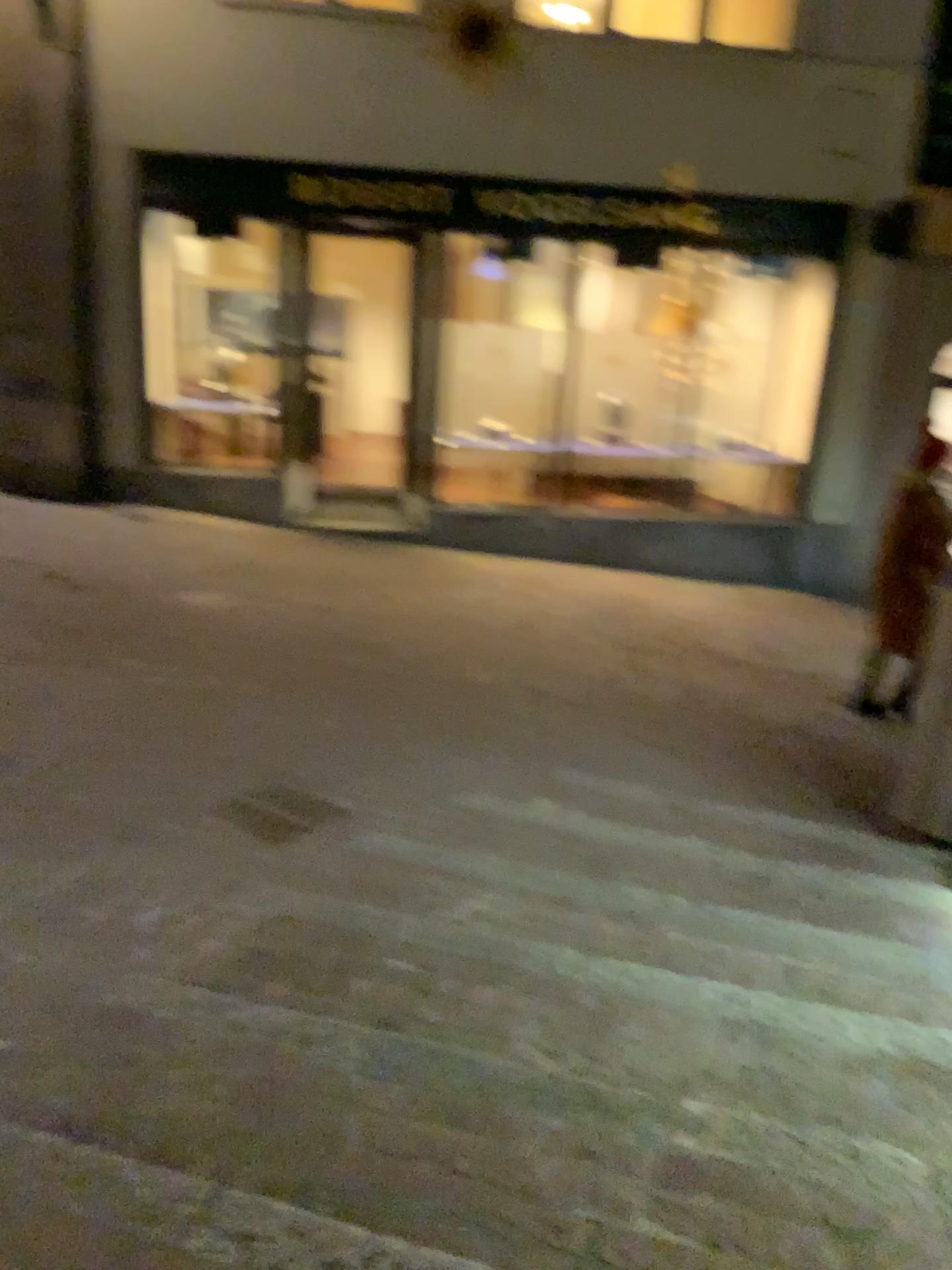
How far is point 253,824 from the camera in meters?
3.7

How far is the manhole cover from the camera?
3.7m

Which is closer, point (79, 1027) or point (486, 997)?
point (79, 1027)
